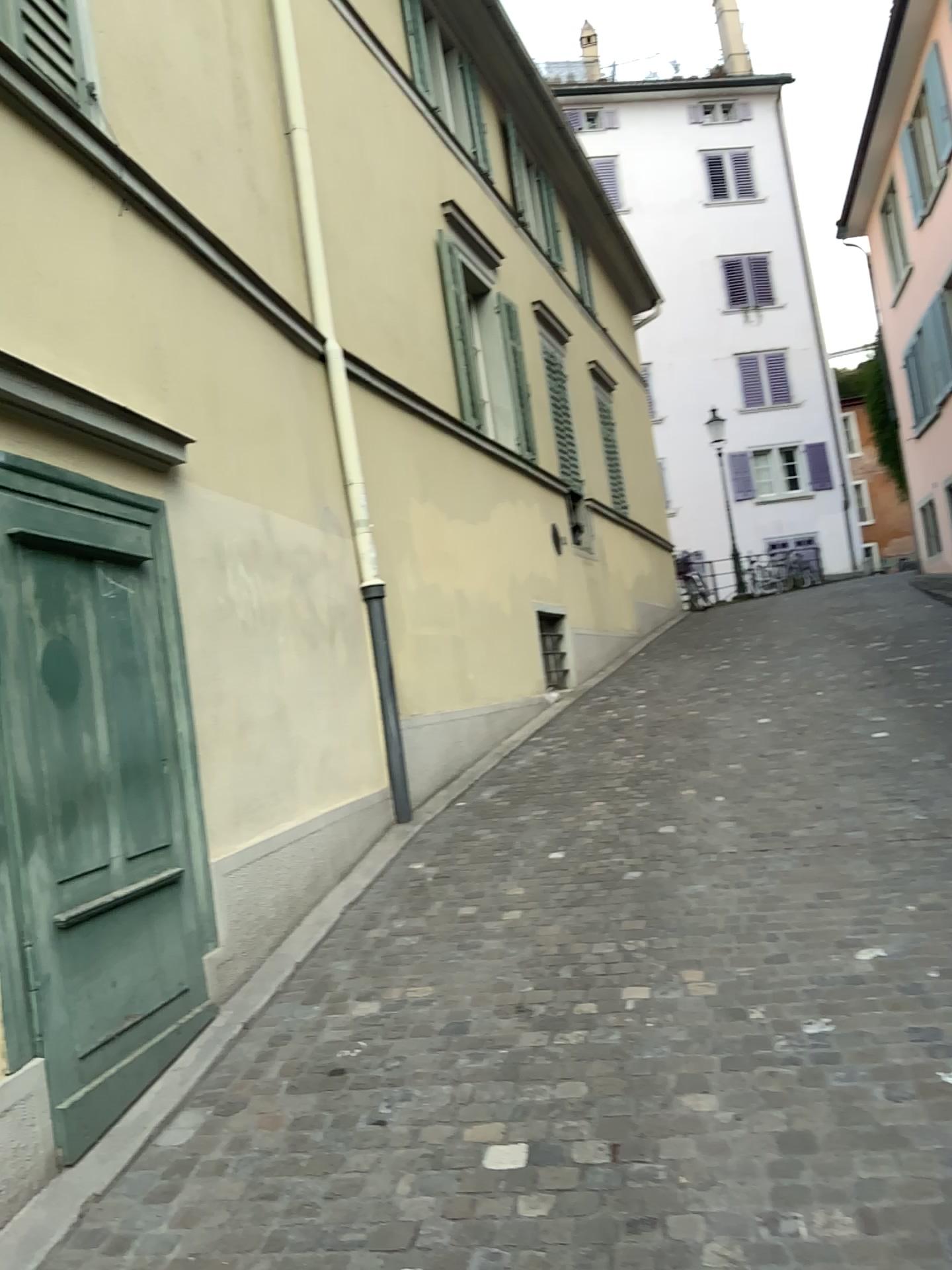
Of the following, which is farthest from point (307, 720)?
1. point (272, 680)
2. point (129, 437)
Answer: point (129, 437)
